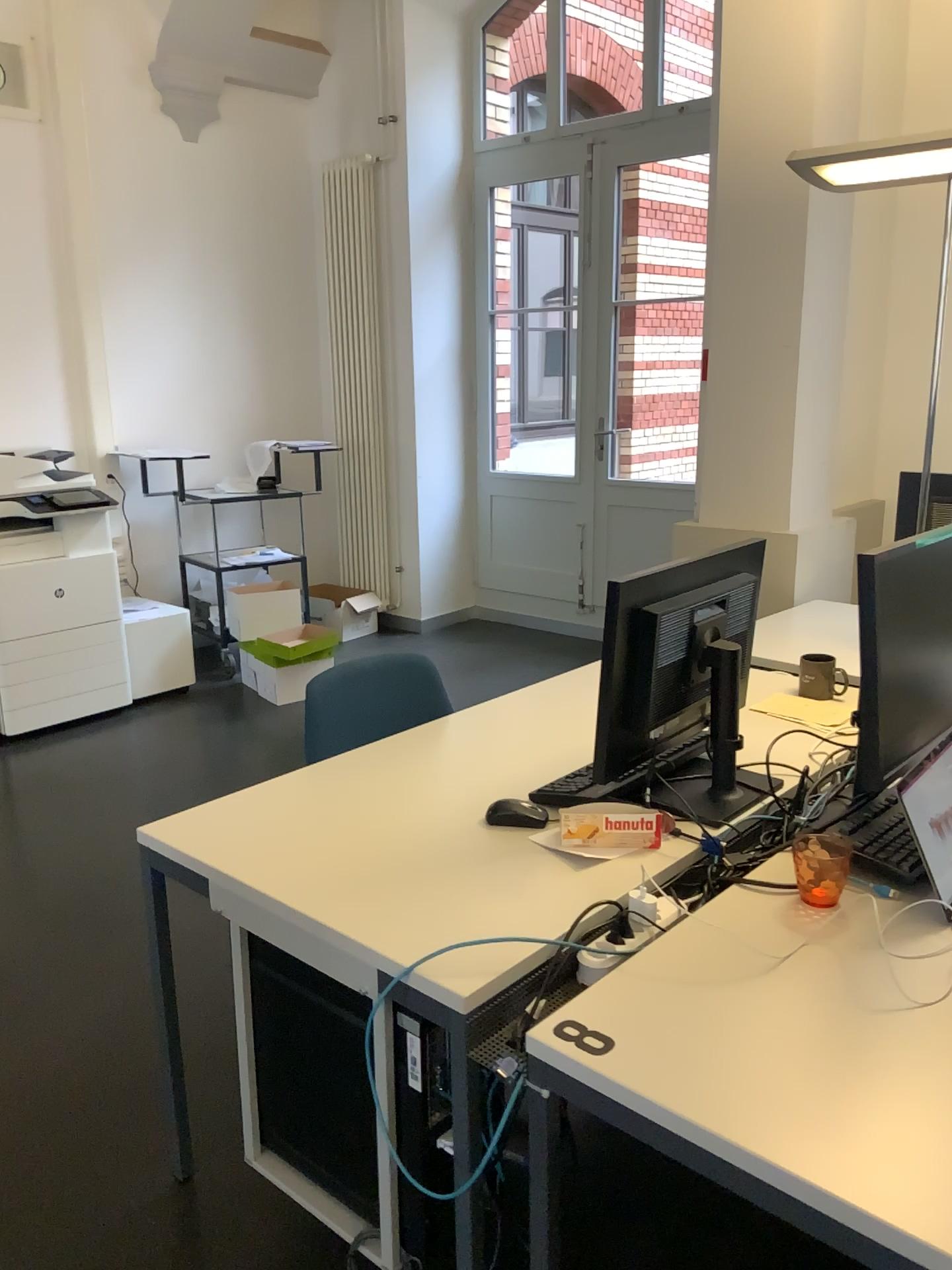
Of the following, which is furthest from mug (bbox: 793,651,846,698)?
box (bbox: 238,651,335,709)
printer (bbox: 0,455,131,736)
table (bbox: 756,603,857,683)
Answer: → printer (bbox: 0,455,131,736)

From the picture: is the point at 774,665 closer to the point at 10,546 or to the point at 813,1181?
the point at 813,1181

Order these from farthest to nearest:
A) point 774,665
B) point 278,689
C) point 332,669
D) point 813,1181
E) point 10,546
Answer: point 278,689 < point 10,546 < point 774,665 < point 332,669 < point 813,1181

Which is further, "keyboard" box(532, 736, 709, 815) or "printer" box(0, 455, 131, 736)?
"printer" box(0, 455, 131, 736)

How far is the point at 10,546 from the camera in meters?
4.4 m

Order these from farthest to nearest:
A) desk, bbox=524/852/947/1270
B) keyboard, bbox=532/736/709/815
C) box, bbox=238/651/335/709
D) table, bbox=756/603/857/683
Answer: box, bbox=238/651/335/709
table, bbox=756/603/857/683
keyboard, bbox=532/736/709/815
desk, bbox=524/852/947/1270

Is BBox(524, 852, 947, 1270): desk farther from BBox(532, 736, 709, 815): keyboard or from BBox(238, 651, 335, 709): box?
BBox(238, 651, 335, 709): box

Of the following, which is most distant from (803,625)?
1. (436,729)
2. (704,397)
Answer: (436,729)

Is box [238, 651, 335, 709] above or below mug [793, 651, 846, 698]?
below

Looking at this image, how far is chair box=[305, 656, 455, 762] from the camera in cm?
235
